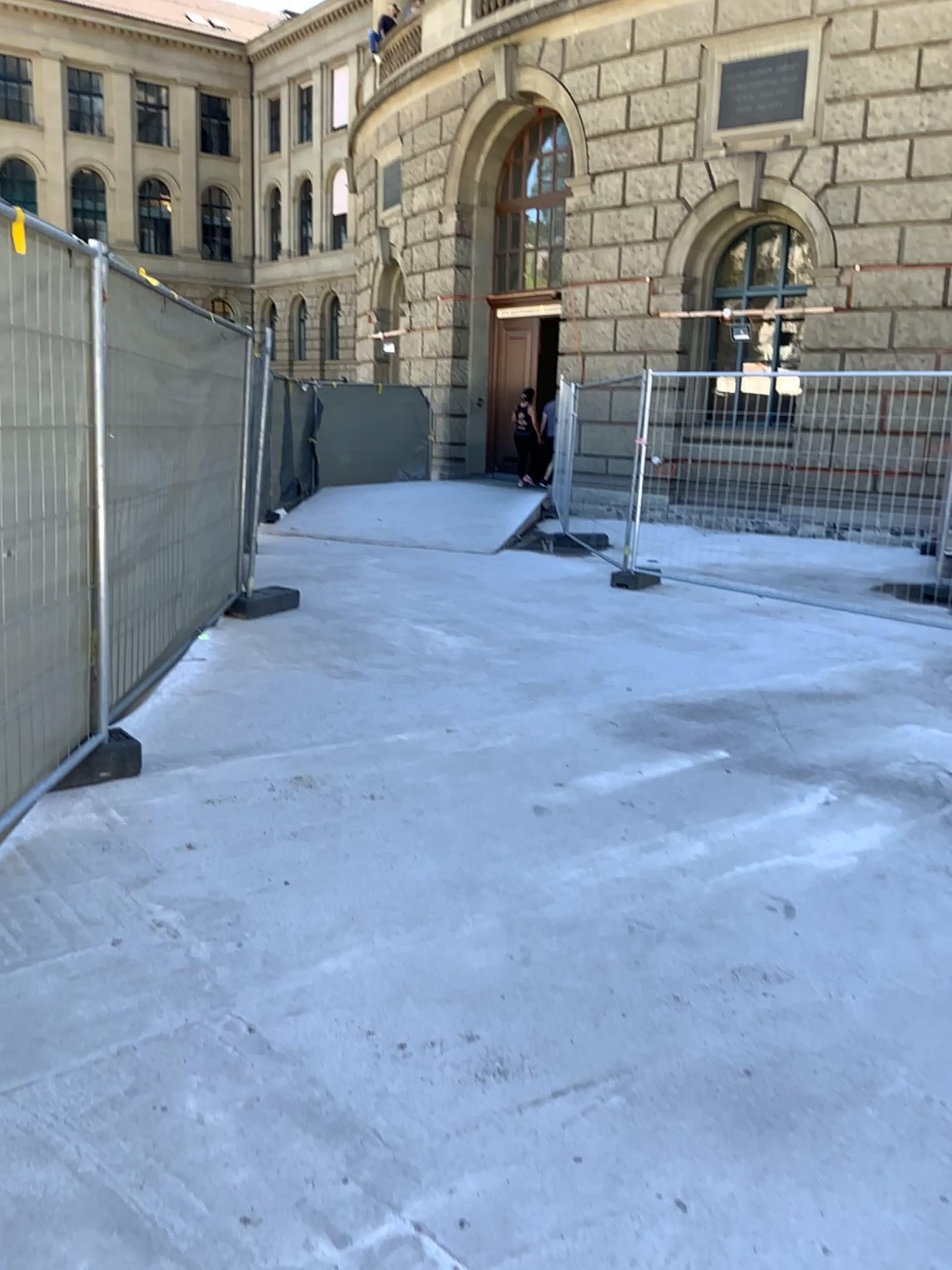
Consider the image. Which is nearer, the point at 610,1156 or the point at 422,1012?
the point at 610,1156
